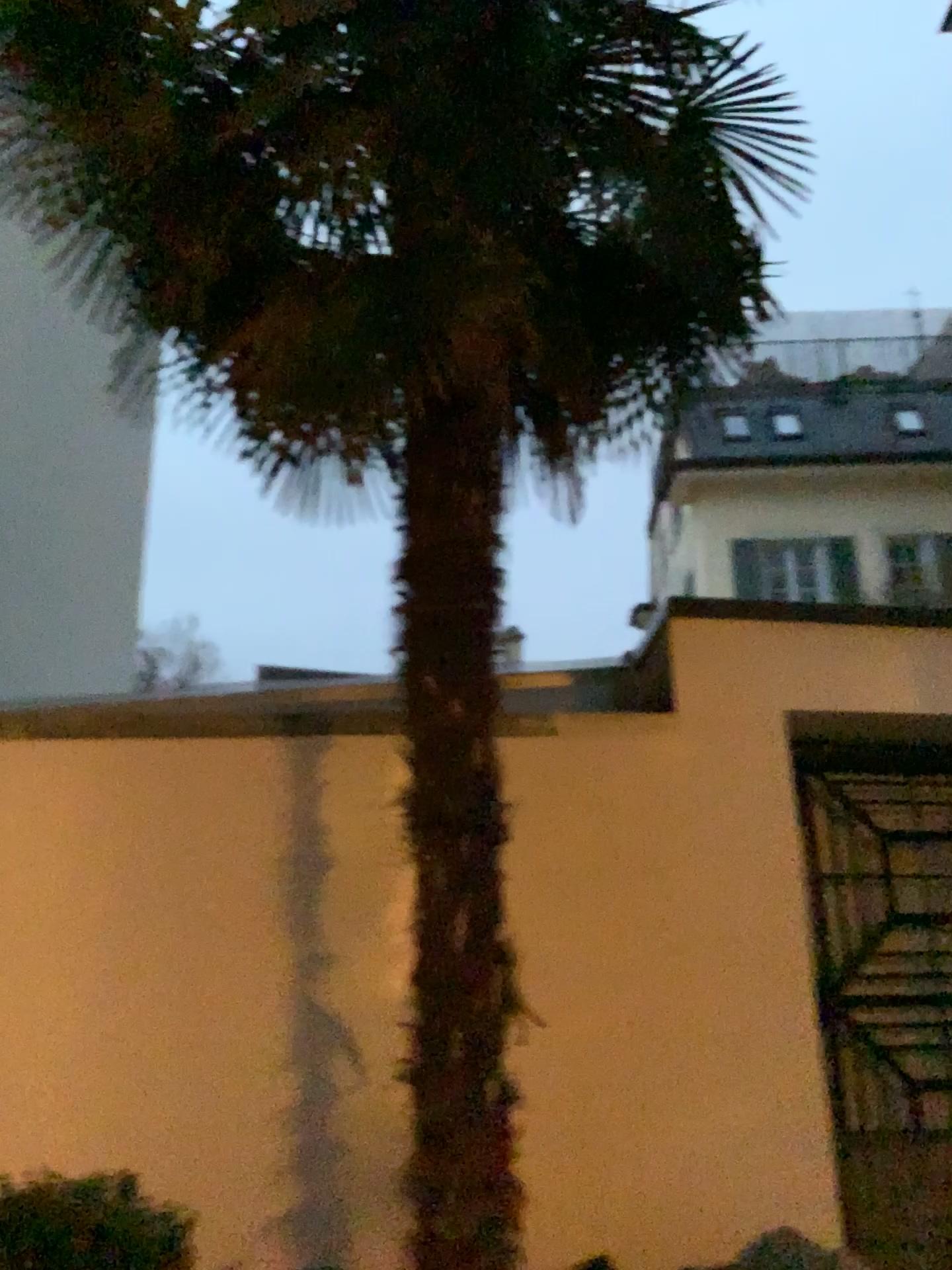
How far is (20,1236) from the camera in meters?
1.9

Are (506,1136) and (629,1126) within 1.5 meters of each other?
yes

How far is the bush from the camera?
1.9 meters
